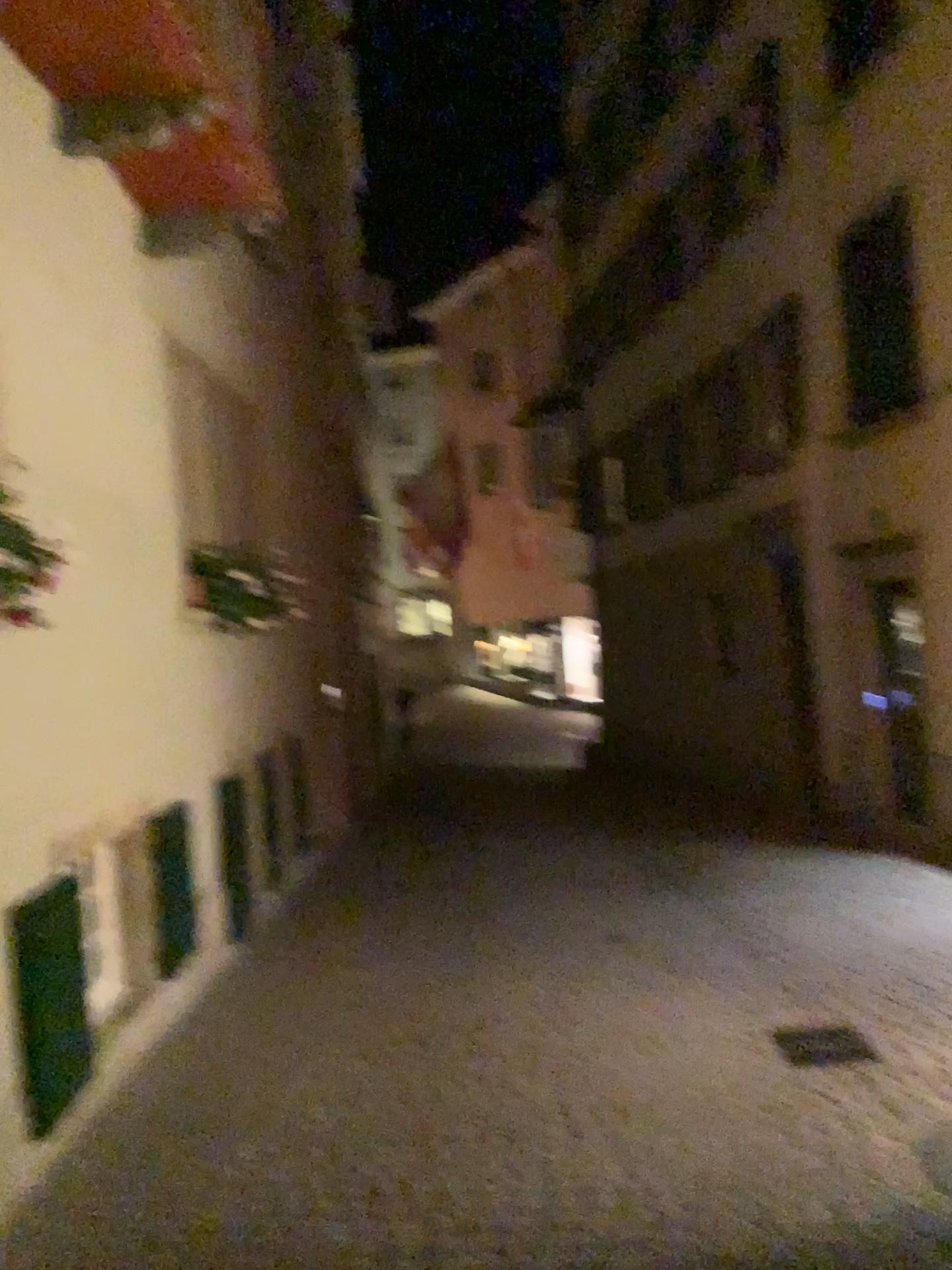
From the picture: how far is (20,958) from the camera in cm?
→ 354

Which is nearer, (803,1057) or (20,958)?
(20,958)

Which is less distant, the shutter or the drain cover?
the shutter

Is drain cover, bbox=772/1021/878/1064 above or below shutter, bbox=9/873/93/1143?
below

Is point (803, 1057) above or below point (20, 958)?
below

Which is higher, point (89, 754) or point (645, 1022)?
point (89, 754)

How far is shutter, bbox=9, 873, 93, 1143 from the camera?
3.5 meters
